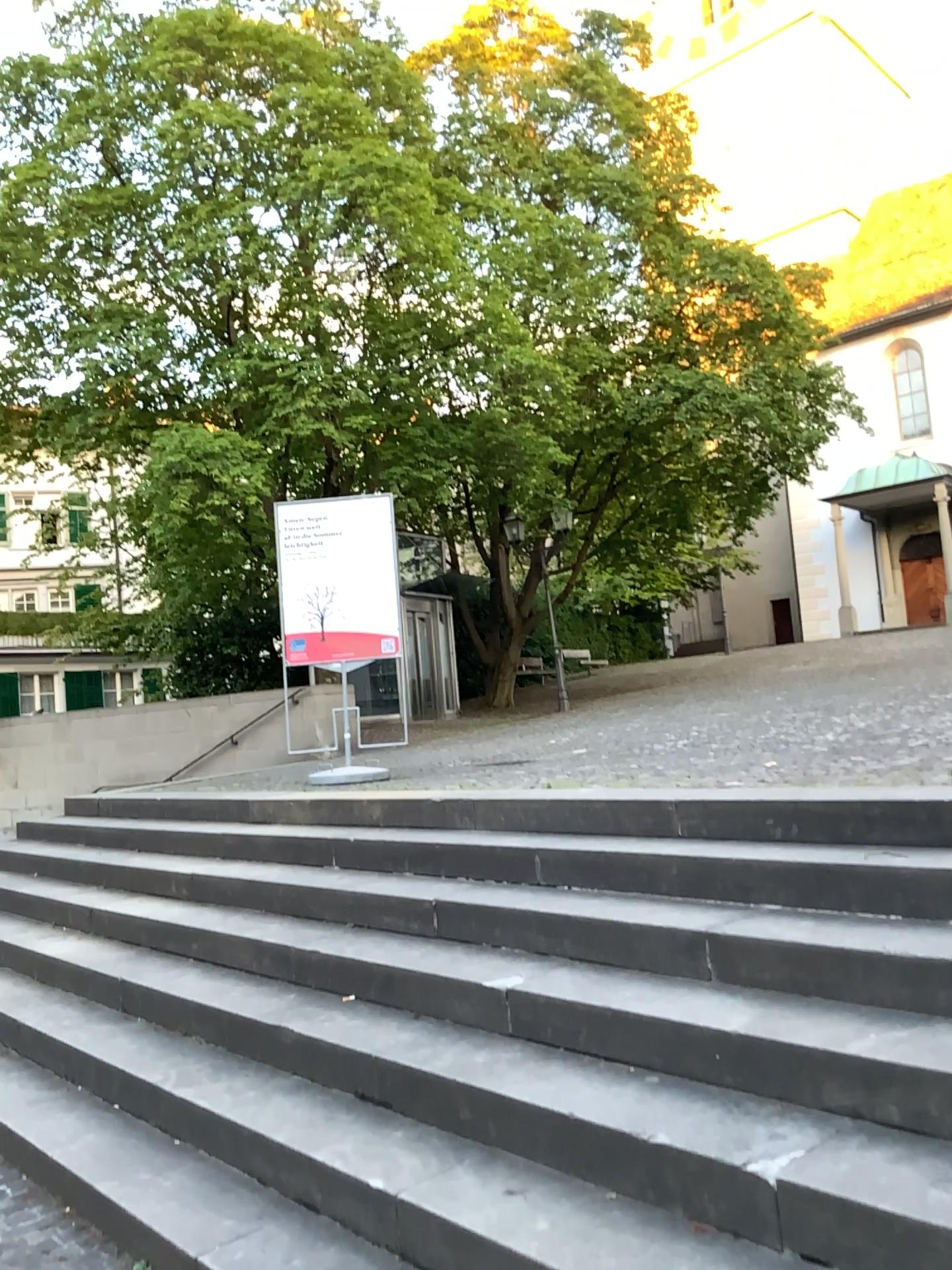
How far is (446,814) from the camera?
4.73m
